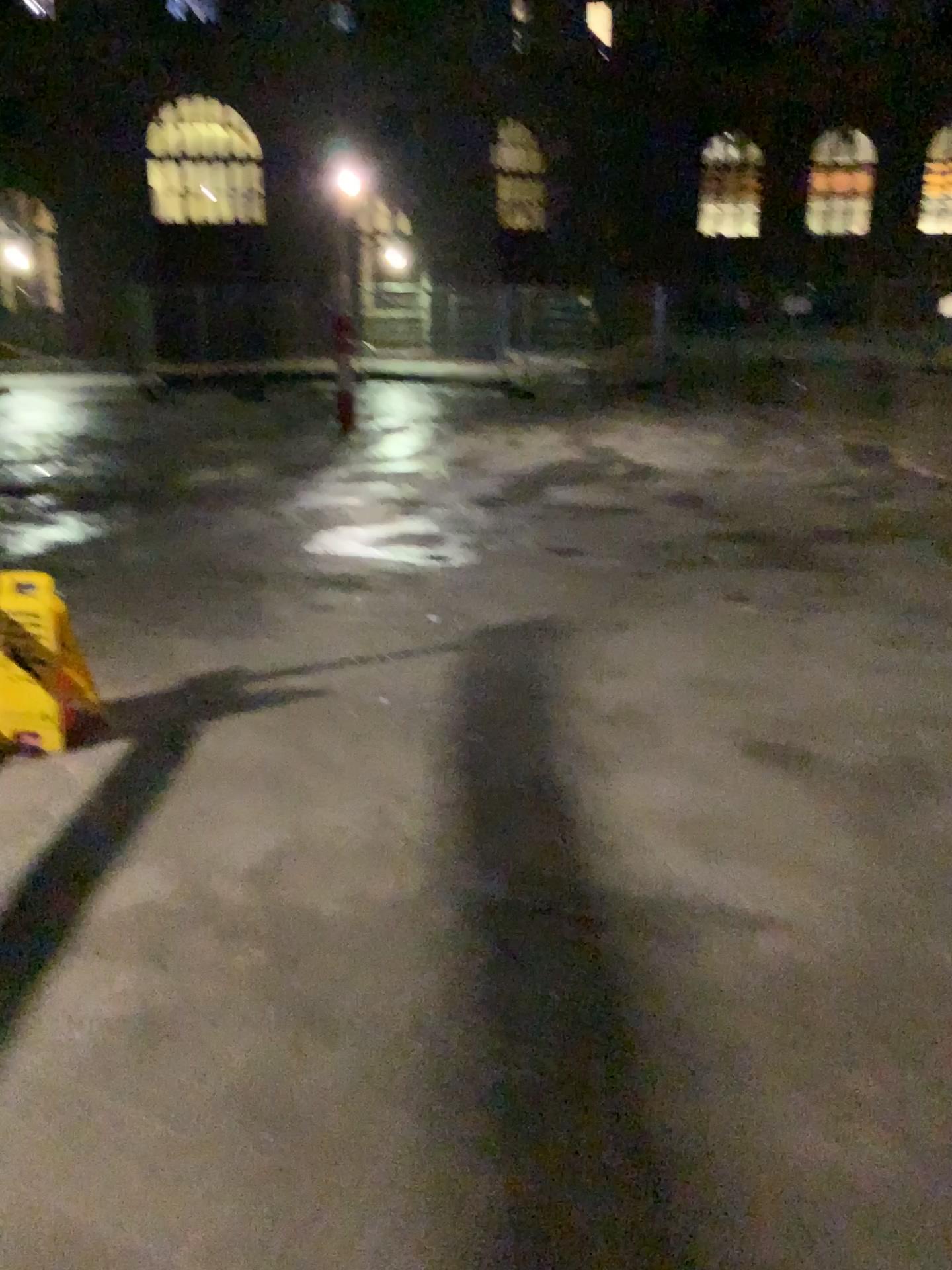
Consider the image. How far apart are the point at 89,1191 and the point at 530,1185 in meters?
0.8 m
